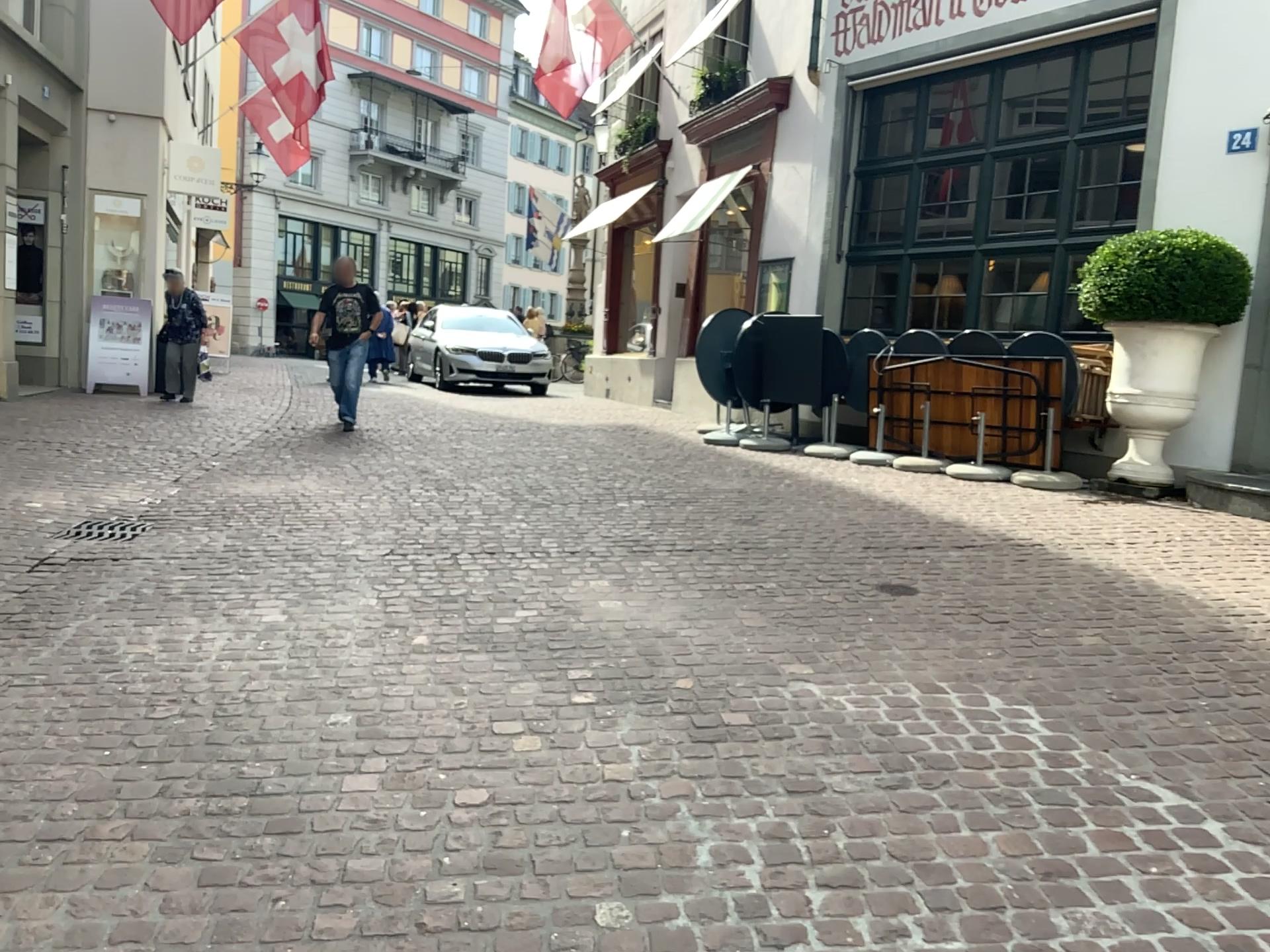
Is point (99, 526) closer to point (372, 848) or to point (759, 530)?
point (759, 530)
